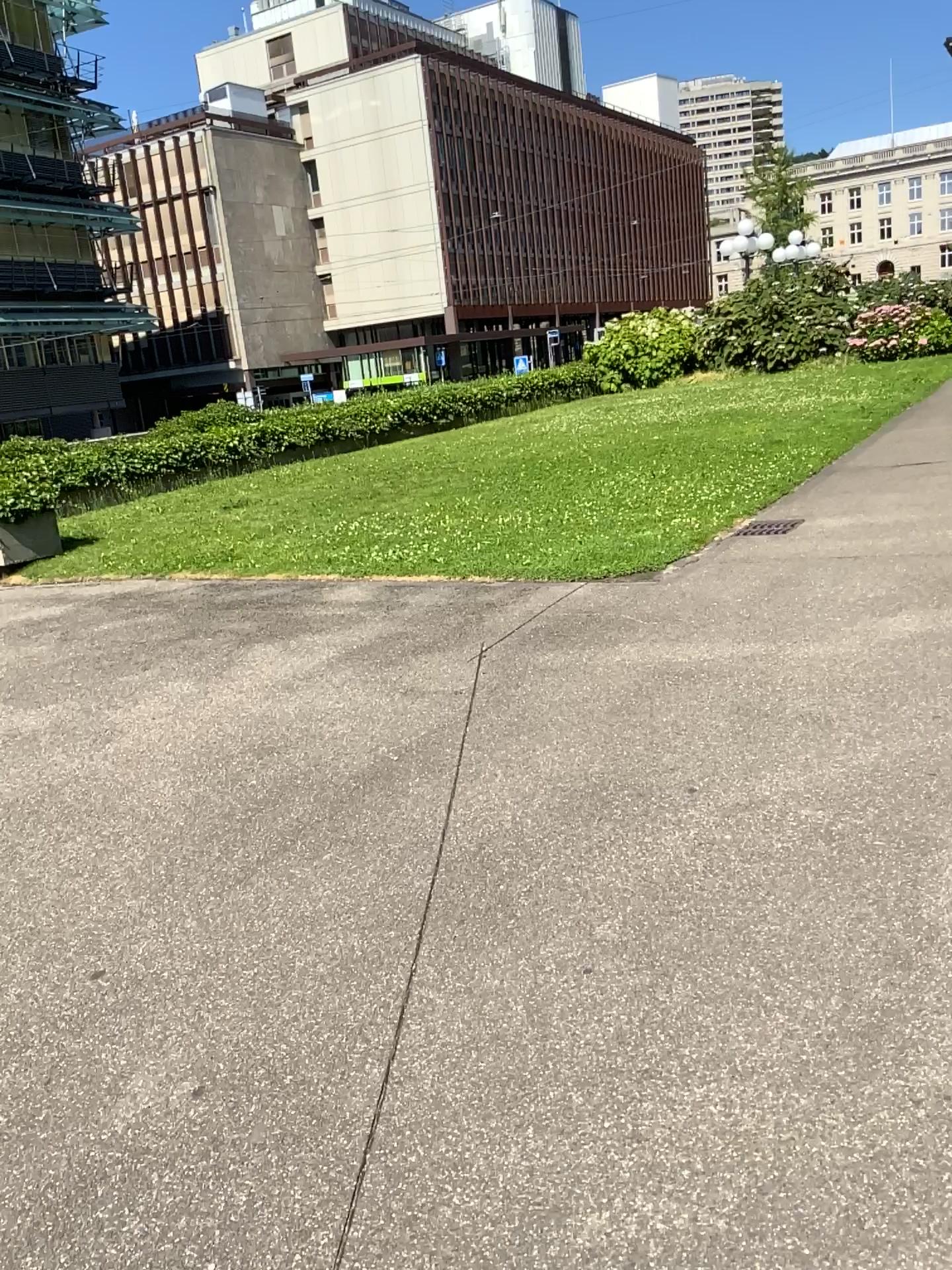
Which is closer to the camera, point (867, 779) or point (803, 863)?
point (803, 863)
